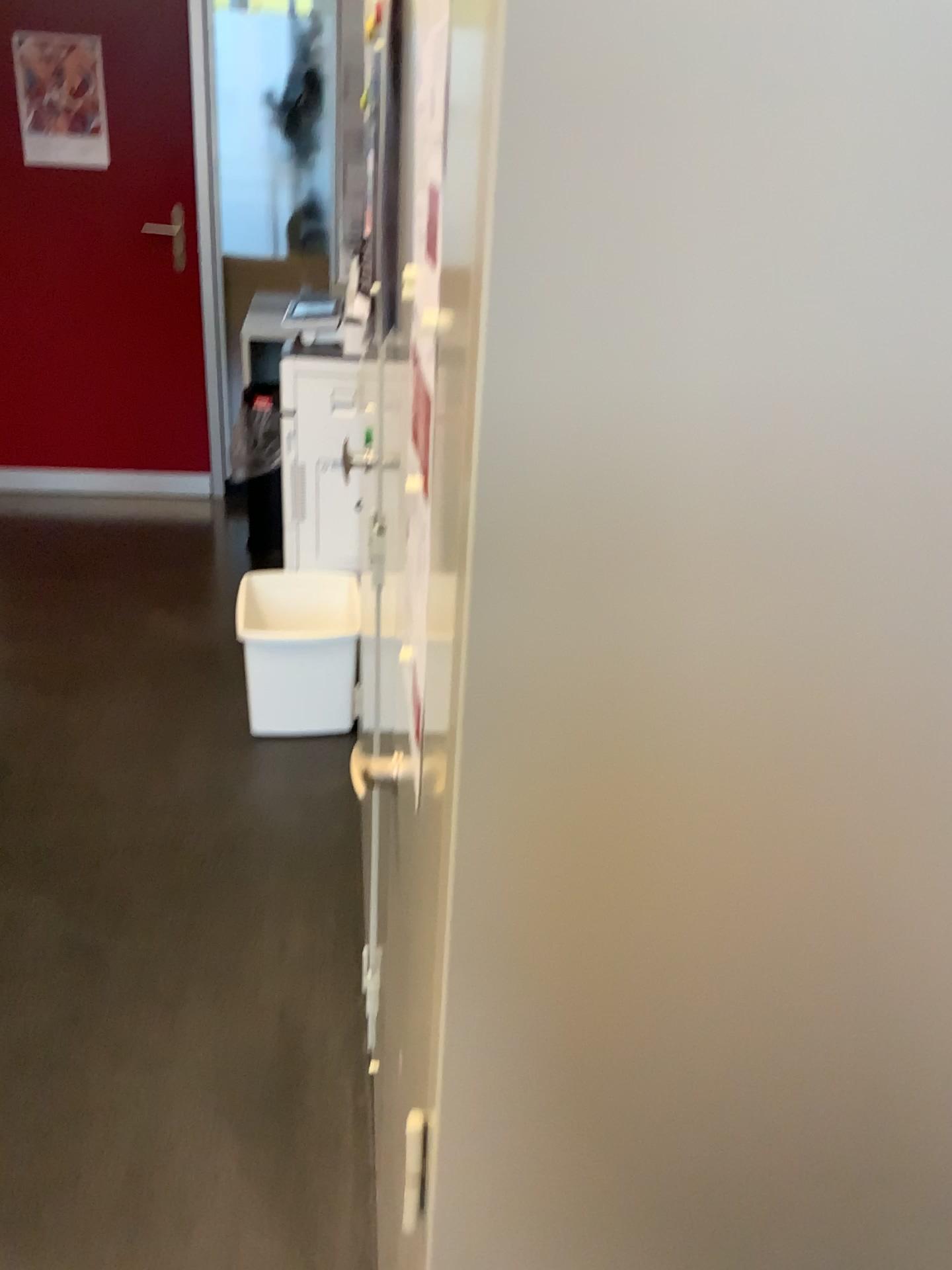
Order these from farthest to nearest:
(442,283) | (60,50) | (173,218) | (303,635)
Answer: (173,218)
(60,50)
(303,635)
(442,283)

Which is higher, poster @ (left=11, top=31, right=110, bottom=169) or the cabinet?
poster @ (left=11, top=31, right=110, bottom=169)

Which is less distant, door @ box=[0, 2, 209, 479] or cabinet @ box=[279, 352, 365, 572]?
cabinet @ box=[279, 352, 365, 572]

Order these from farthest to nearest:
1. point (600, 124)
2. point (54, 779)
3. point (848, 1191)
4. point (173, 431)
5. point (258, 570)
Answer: point (173, 431) → point (258, 570) → point (54, 779) → point (848, 1191) → point (600, 124)

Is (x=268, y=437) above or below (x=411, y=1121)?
below

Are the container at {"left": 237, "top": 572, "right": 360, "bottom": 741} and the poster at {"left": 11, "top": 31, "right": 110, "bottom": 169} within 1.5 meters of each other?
no

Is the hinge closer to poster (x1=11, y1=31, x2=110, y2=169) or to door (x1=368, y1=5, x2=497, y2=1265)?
door (x1=368, y1=5, x2=497, y2=1265)

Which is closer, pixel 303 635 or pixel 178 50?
pixel 303 635

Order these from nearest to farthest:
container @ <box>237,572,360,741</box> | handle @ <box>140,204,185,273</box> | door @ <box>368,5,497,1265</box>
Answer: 1. door @ <box>368,5,497,1265</box>
2. container @ <box>237,572,360,741</box>
3. handle @ <box>140,204,185,273</box>

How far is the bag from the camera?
4.13m
